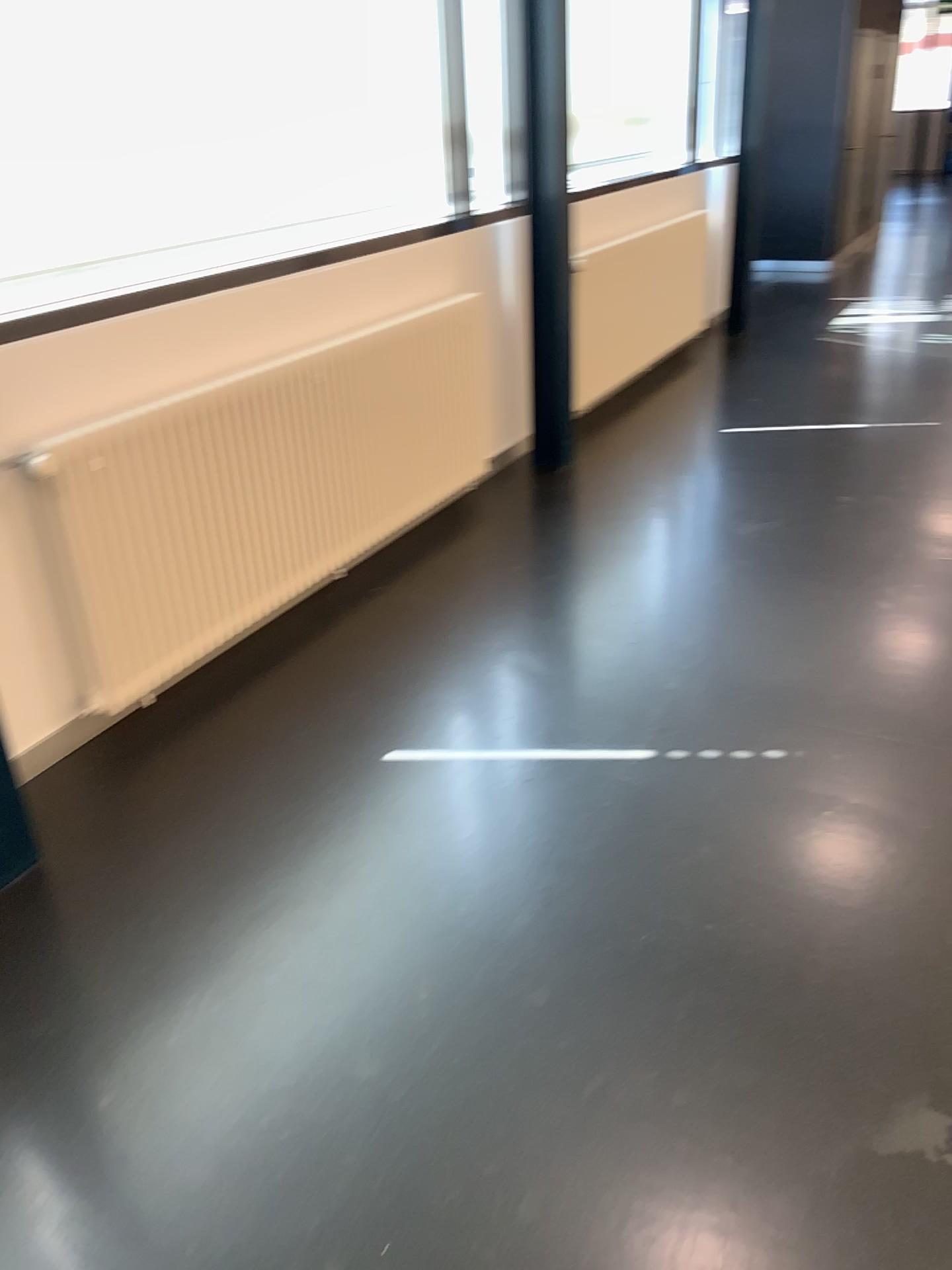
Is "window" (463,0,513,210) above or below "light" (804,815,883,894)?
above

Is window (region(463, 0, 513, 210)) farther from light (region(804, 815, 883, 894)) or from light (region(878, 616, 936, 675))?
light (region(804, 815, 883, 894))

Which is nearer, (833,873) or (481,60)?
(833,873)

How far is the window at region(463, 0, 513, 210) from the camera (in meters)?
4.25

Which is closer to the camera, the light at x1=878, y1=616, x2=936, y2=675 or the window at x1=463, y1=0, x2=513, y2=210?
the light at x1=878, y1=616, x2=936, y2=675

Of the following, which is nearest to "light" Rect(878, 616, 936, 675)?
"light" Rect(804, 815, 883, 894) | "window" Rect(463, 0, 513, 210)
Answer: "light" Rect(804, 815, 883, 894)

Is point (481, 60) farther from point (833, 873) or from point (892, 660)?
point (833, 873)

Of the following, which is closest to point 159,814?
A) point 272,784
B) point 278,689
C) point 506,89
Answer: point 272,784

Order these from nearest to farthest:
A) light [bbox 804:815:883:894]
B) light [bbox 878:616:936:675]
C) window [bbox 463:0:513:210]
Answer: light [bbox 804:815:883:894] < light [bbox 878:616:936:675] < window [bbox 463:0:513:210]

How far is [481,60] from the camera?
4.3 meters
